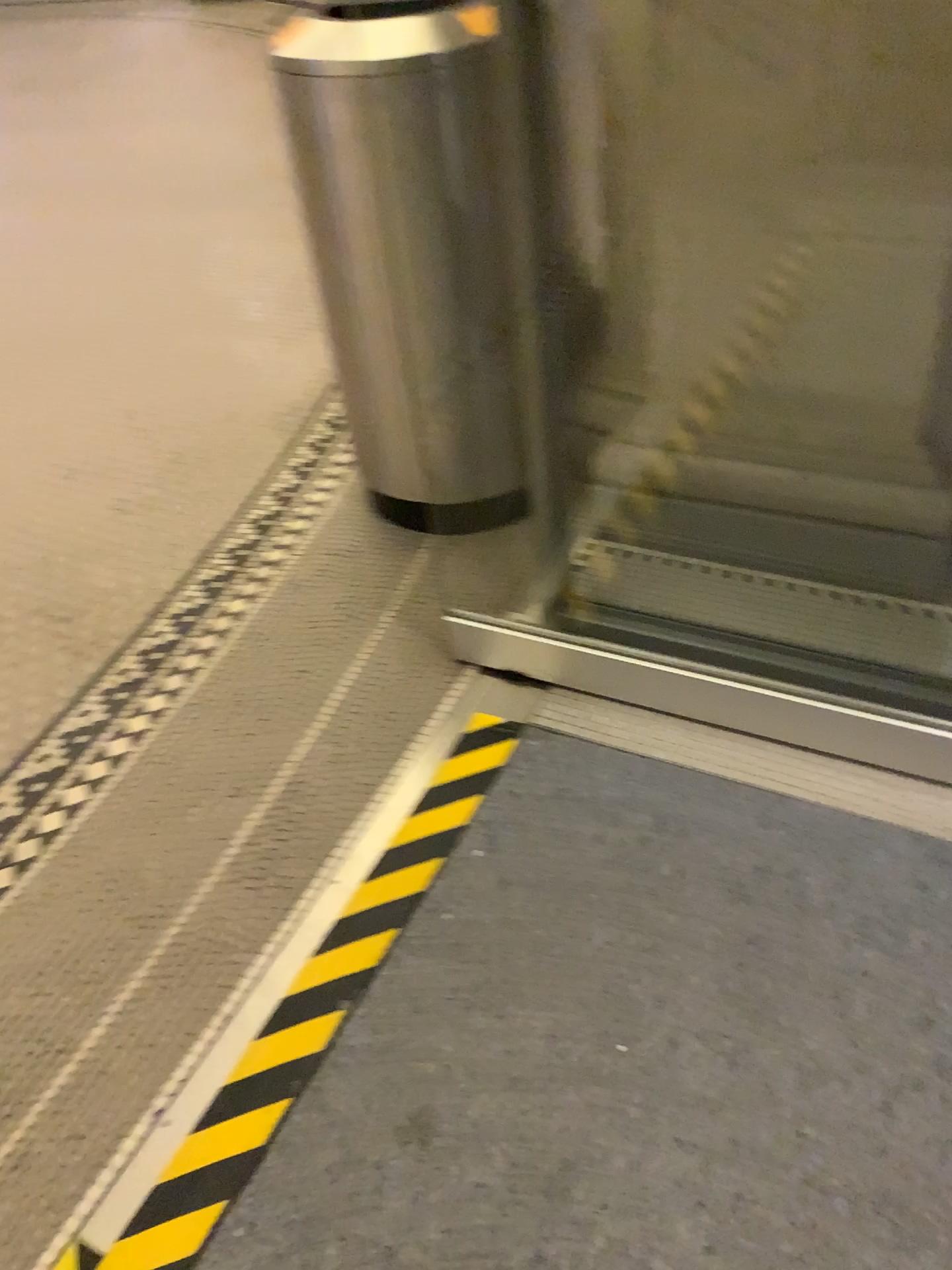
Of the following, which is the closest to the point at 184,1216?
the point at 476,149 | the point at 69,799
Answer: the point at 69,799

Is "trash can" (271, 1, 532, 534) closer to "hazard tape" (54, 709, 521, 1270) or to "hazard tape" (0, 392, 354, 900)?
"hazard tape" (0, 392, 354, 900)

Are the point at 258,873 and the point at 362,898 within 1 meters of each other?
yes

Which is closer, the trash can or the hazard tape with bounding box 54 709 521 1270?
the hazard tape with bounding box 54 709 521 1270

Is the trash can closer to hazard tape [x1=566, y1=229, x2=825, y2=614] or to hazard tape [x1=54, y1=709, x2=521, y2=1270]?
hazard tape [x1=566, y1=229, x2=825, y2=614]

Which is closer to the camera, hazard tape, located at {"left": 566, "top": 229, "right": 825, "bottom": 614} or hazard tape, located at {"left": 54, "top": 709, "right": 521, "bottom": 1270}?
hazard tape, located at {"left": 54, "top": 709, "right": 521, "bottom": 1270}

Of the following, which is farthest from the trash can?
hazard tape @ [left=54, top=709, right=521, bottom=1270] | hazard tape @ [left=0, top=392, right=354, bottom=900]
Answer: hazard tape @ [left=54, top=709, right=521, bottom=1270]

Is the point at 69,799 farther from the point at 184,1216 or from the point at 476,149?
the point at 476,149

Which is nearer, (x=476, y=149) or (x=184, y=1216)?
(x=184, y=1216)

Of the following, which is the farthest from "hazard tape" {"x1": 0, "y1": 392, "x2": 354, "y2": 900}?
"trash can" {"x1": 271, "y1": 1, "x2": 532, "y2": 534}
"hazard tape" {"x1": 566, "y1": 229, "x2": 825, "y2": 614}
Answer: "hazard tape" {"x1": 566, "y1": 229, "x2": 825, "y2": 614}
